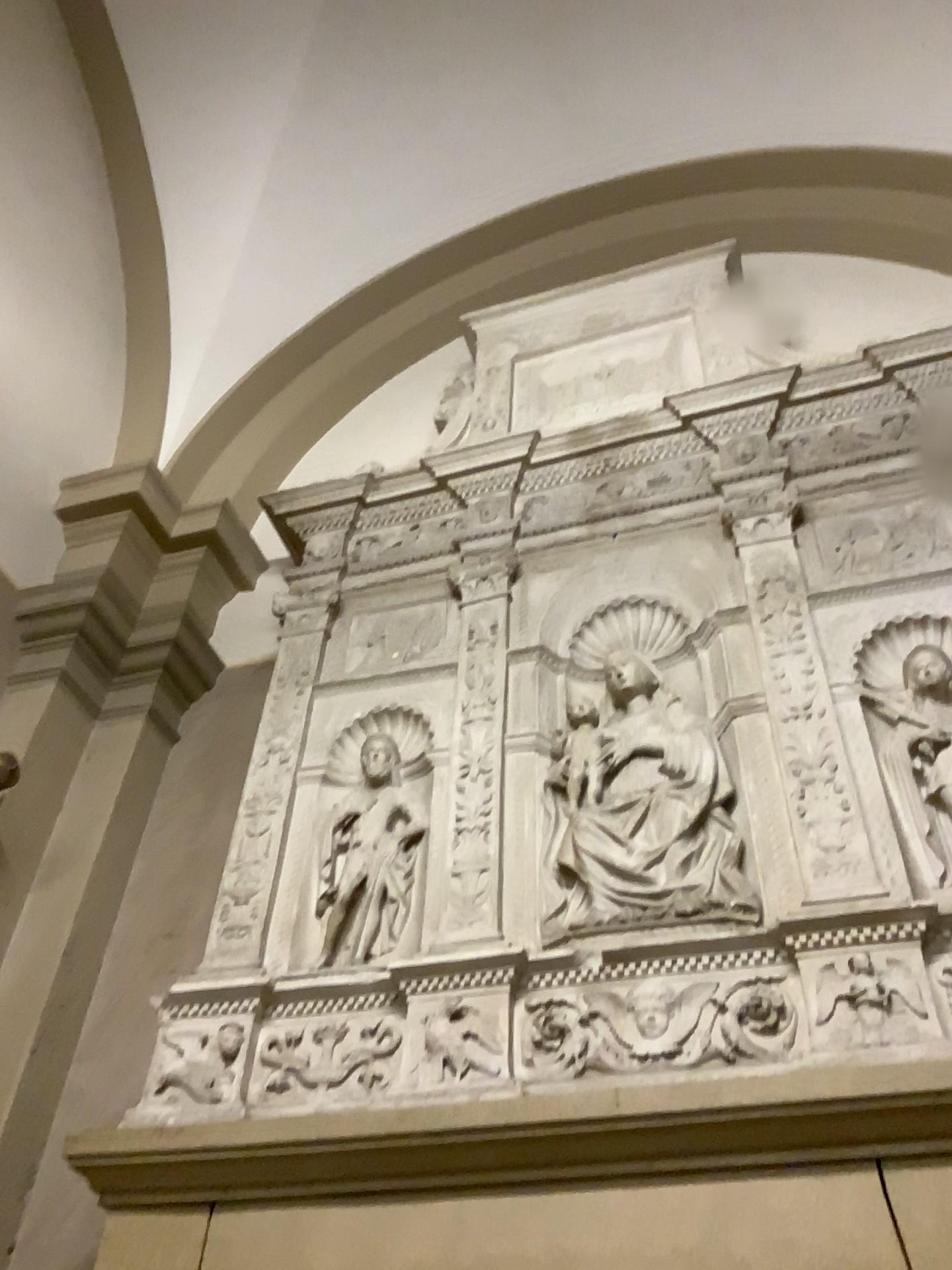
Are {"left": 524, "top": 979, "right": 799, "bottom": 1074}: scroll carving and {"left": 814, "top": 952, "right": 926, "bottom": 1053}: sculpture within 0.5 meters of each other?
yes

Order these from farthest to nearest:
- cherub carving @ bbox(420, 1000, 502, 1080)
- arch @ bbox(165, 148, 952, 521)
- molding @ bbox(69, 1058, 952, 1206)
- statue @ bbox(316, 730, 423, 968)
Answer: arch @ bbox(165, 148, 952, 521), statue @ bbox(316, 730, 423, 968), cherub carving @ bbox(420, 1000, 502, 1080), molding @ bbox(69, 1058, 952, 1206)

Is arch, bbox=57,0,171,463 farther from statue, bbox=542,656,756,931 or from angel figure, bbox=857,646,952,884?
angel figure, bbox=857,646,952,884

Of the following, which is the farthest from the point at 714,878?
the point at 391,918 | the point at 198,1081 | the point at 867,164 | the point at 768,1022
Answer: the point at 867,164

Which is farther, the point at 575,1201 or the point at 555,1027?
the point at 555,1027

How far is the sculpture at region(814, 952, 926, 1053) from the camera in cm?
188

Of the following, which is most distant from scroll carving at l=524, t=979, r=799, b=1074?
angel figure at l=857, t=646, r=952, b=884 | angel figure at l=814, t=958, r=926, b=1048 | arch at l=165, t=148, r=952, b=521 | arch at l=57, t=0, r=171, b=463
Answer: arch at l=57, t=0, r=171, b=463

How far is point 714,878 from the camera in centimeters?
222cm

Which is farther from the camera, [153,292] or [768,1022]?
[153,292]

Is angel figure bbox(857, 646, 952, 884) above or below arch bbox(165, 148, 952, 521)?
below
